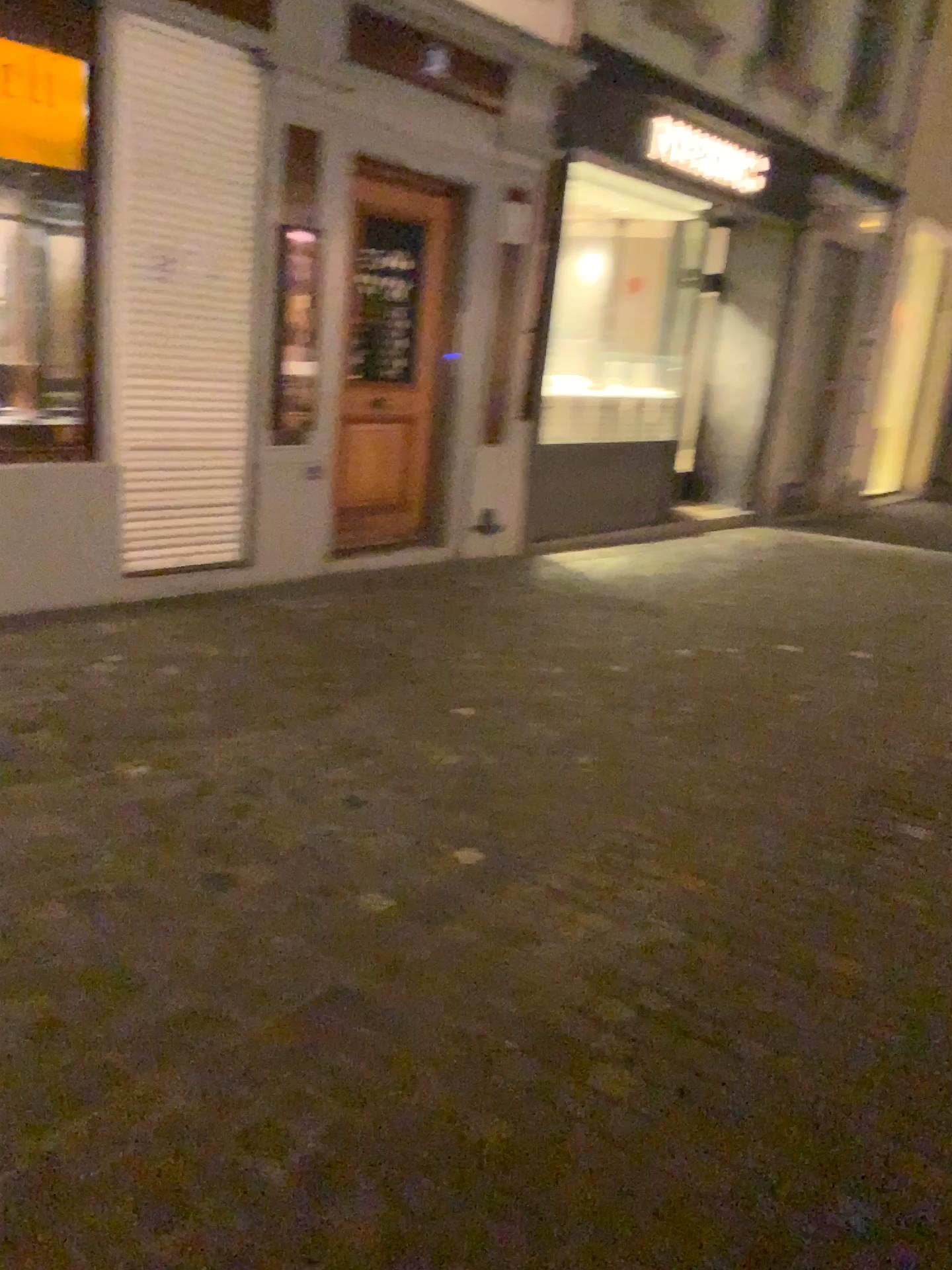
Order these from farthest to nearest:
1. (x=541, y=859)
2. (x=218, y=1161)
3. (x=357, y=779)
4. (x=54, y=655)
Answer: (x=54, y=655) → (x=357, y=779) → (x=541, y=859) → (x=218, y=1161)
